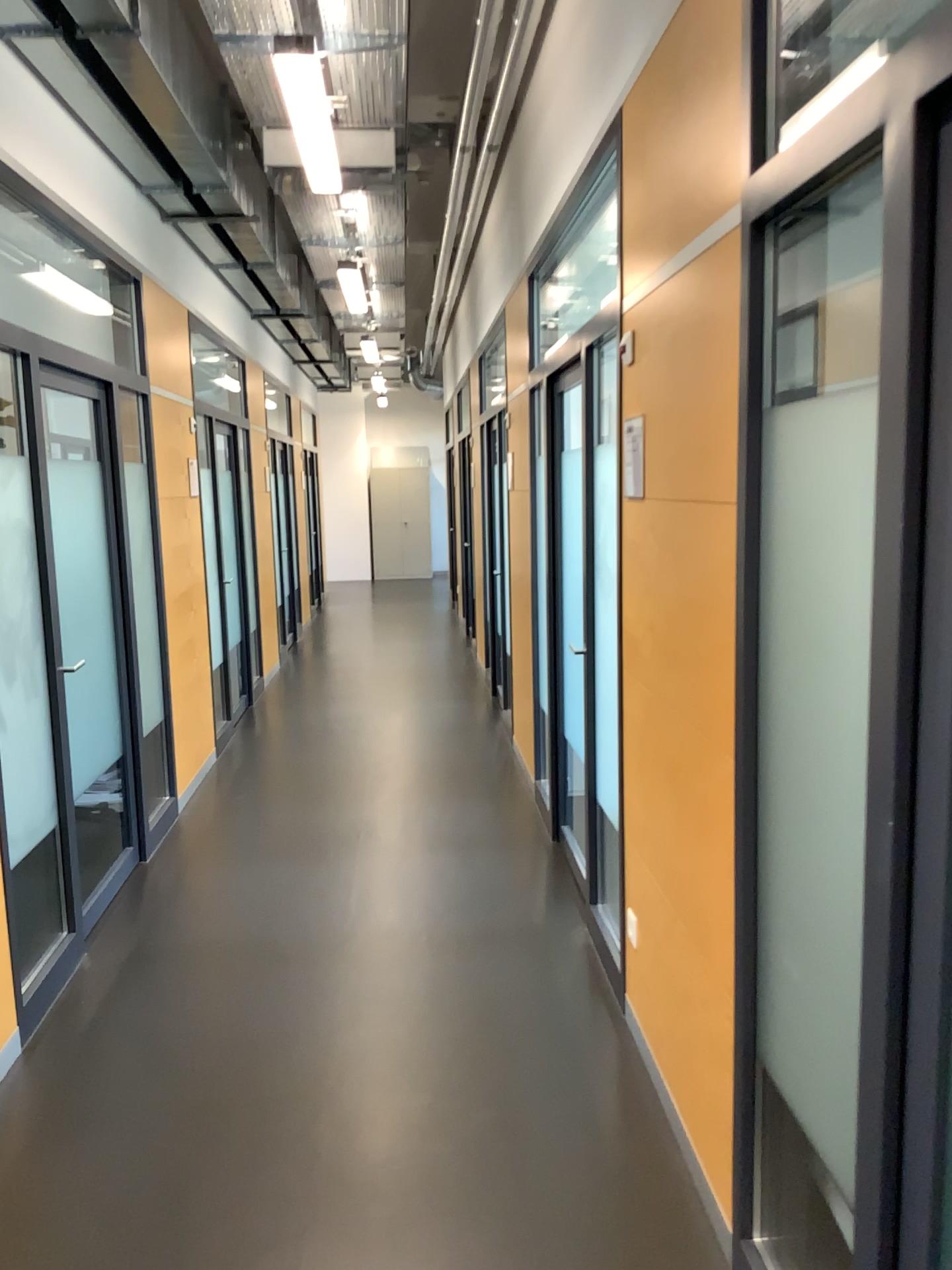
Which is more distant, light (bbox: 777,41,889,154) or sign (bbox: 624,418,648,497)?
sign (bbox: 624,418,648,497)

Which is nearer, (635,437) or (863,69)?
(863,69)

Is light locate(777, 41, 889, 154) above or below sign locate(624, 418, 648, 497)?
above

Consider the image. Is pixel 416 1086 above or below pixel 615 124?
below

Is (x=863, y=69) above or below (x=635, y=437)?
above
